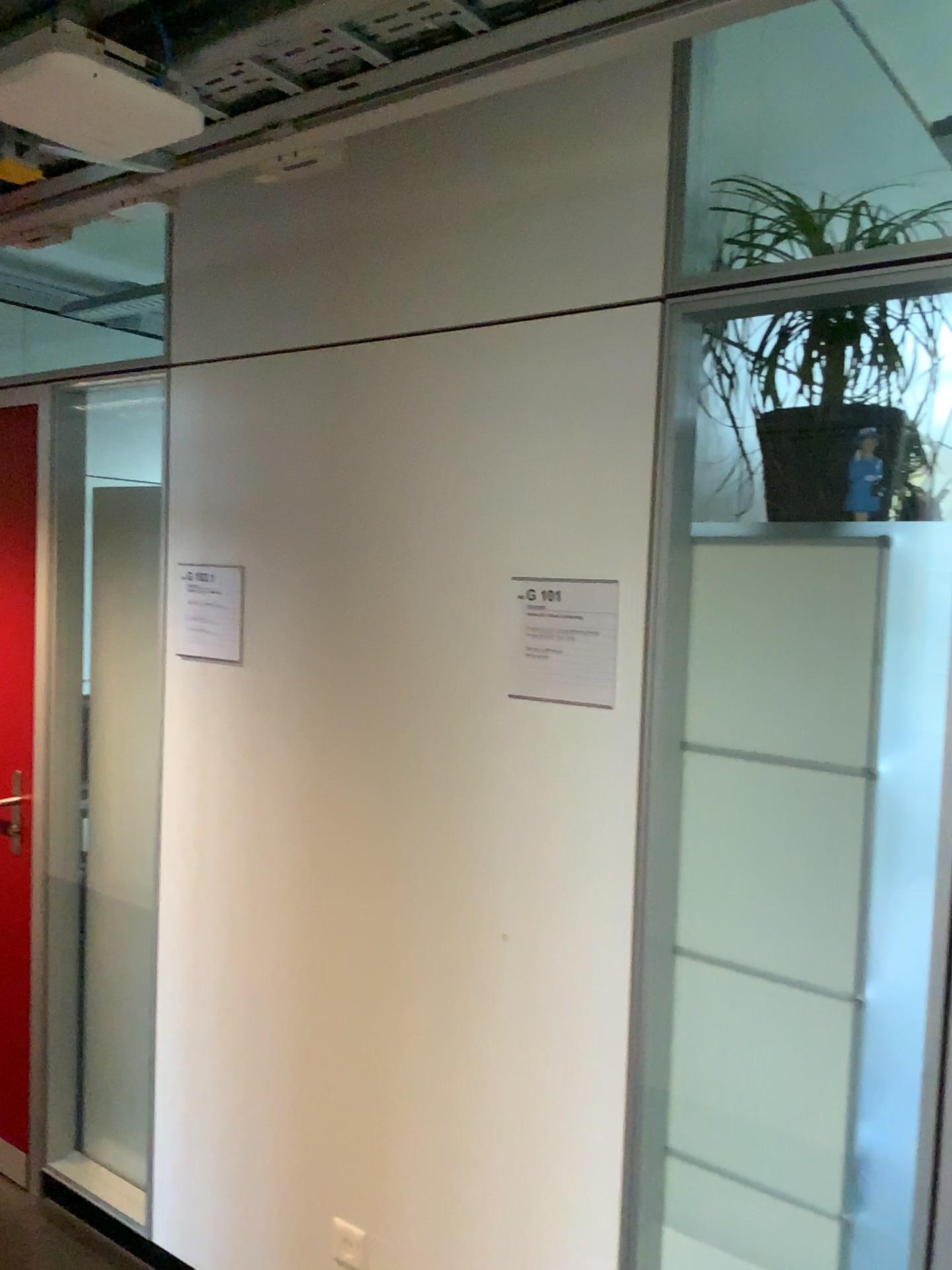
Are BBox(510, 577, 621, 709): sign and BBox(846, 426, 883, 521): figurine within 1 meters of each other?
yes

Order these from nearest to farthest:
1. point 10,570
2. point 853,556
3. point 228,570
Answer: point 853,556, point 228,570, point 10,570

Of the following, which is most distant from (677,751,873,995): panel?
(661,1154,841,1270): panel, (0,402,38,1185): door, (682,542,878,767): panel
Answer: (0,402,38,1185): door

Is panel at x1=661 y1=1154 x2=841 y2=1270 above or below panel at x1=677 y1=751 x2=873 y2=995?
below

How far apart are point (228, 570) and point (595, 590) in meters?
0.9

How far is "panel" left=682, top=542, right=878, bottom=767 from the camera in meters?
1.6 m

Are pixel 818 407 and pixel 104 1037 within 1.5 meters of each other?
no

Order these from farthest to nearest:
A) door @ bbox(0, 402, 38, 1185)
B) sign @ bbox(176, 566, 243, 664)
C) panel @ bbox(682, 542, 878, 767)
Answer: door @ bbox(0, 402, 38, 1185) < sign @ bbox(176, 566, 243, 664) < panel @ bbox(682, 542, 878, 767)

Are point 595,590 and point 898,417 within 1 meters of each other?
yes

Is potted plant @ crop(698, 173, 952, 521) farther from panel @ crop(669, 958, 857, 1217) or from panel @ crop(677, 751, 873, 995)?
panel @ crop(669, 958, 857, 1217)
